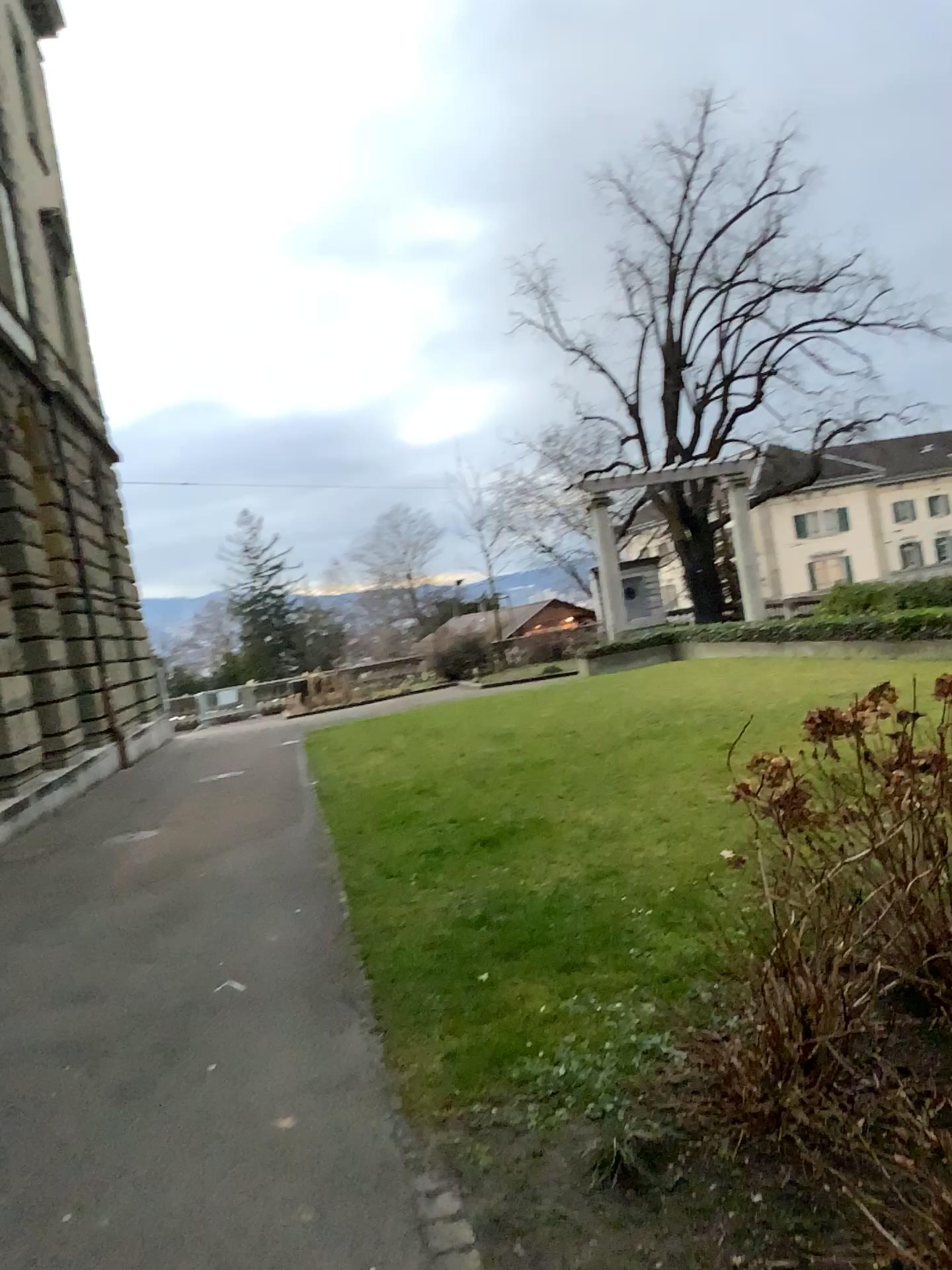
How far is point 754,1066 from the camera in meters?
3.1
